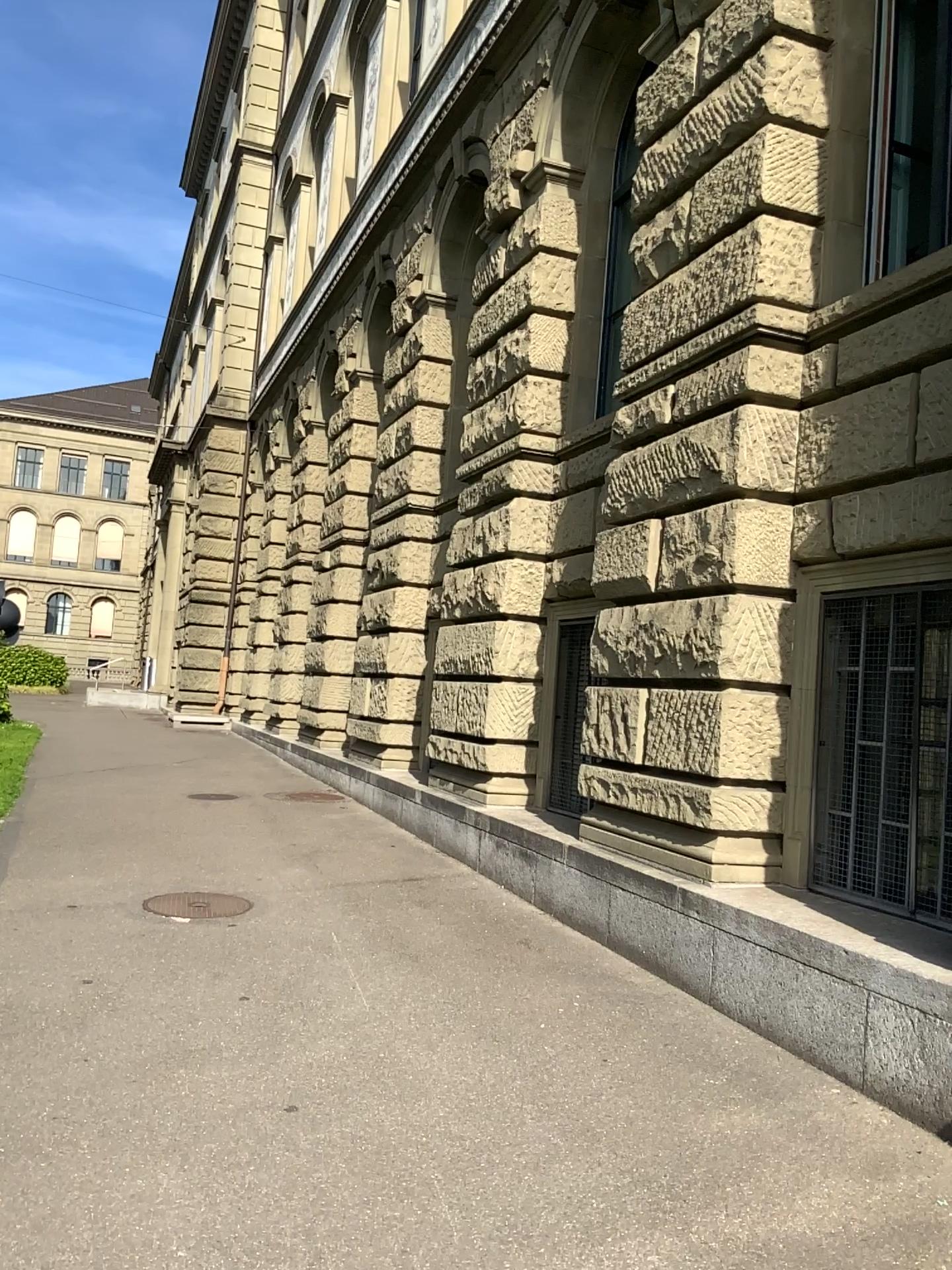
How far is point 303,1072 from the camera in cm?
393
